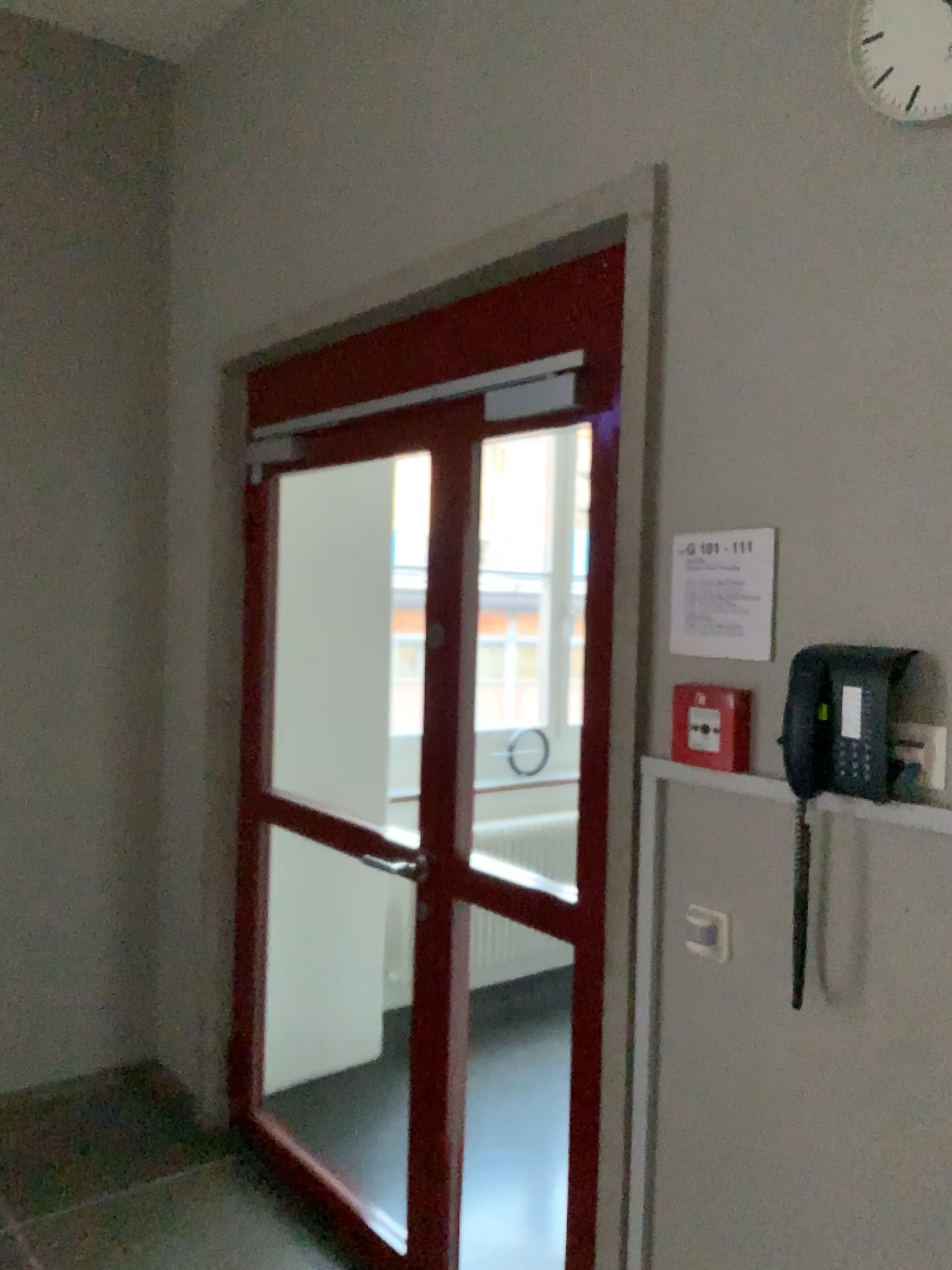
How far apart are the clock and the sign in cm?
62

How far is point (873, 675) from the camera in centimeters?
148cm

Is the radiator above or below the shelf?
below

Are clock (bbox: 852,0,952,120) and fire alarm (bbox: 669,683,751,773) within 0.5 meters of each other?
no

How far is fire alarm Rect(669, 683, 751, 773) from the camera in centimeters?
170cm

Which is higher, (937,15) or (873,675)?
(937,15)

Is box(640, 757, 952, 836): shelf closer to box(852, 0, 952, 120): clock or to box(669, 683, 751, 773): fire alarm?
box(669, 683, 751, 773): fire alarm

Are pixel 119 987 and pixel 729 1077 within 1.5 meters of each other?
no

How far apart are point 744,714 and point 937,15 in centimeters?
103cm

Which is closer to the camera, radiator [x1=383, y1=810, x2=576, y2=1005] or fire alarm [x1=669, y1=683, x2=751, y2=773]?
fire alarm [x1=669, y1=683, x2=751, y2=773]
